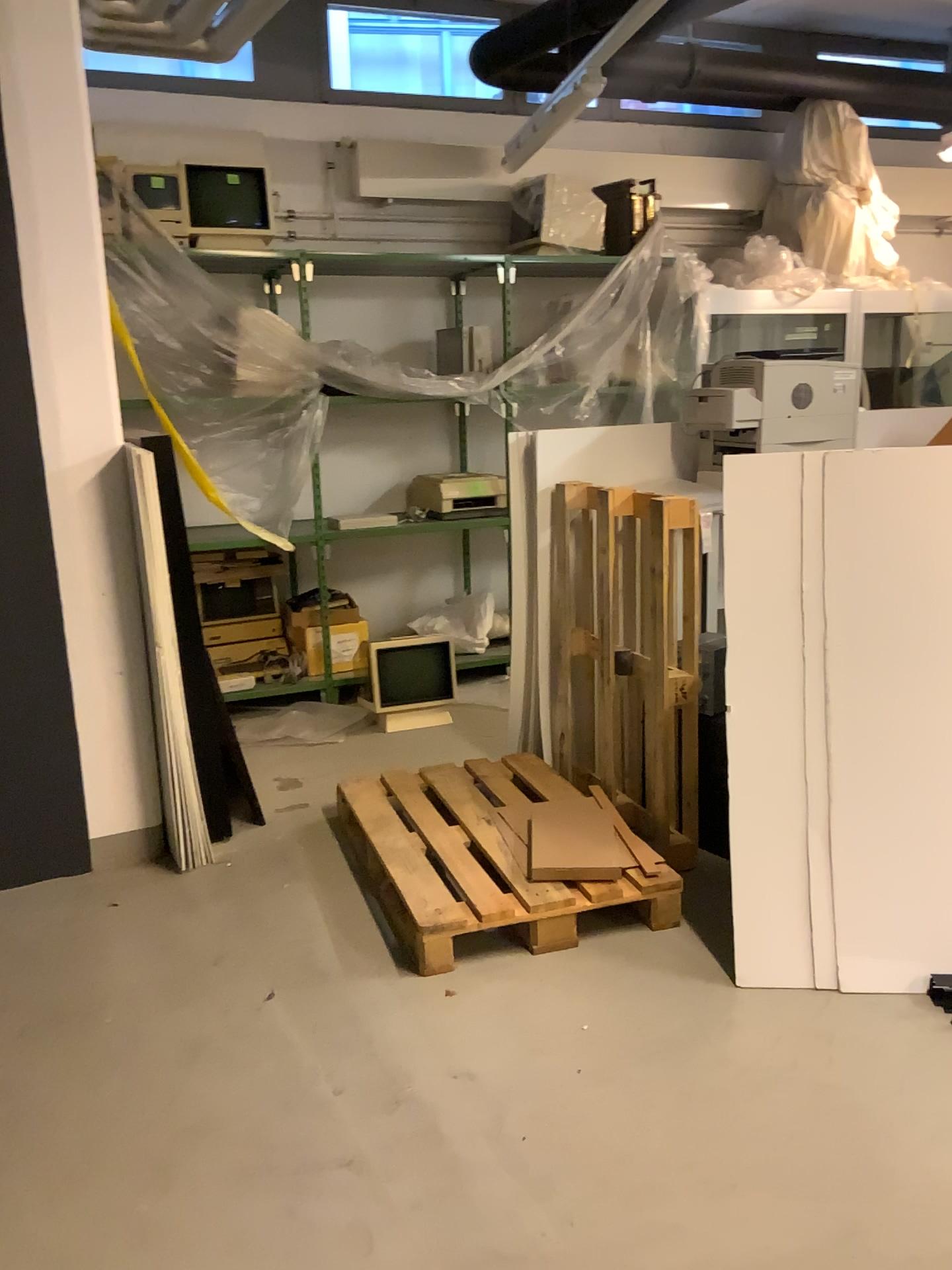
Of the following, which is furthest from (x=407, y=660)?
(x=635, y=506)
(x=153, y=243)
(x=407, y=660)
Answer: (x=153, y=243)

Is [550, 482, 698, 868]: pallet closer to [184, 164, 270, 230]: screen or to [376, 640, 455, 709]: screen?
[376, 640, 455, 709]: screen

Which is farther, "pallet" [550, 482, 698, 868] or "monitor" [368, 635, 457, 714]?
"monitor" [368, 635, 457, 714]

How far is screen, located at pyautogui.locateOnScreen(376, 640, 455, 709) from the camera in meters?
5.0 m

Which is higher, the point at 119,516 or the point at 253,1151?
the point at 119,516

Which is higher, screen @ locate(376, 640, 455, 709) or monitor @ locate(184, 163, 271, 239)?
monitor @ locate(184, 163, 271, 239)

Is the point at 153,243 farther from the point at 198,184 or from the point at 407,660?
the point at 407,660

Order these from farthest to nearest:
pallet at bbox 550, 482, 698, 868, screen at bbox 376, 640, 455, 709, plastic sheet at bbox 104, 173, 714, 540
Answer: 1. screen at bbox 376, 640, 455, 709
2. plastic sheet at bbox 104, 173, 714, 540
3. pallet at bbox 550, 482, 698, 868

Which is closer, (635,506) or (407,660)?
(635,506)

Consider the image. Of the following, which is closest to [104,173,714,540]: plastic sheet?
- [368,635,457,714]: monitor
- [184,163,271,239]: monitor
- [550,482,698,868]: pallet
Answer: [184,163,271,239]: monitor
